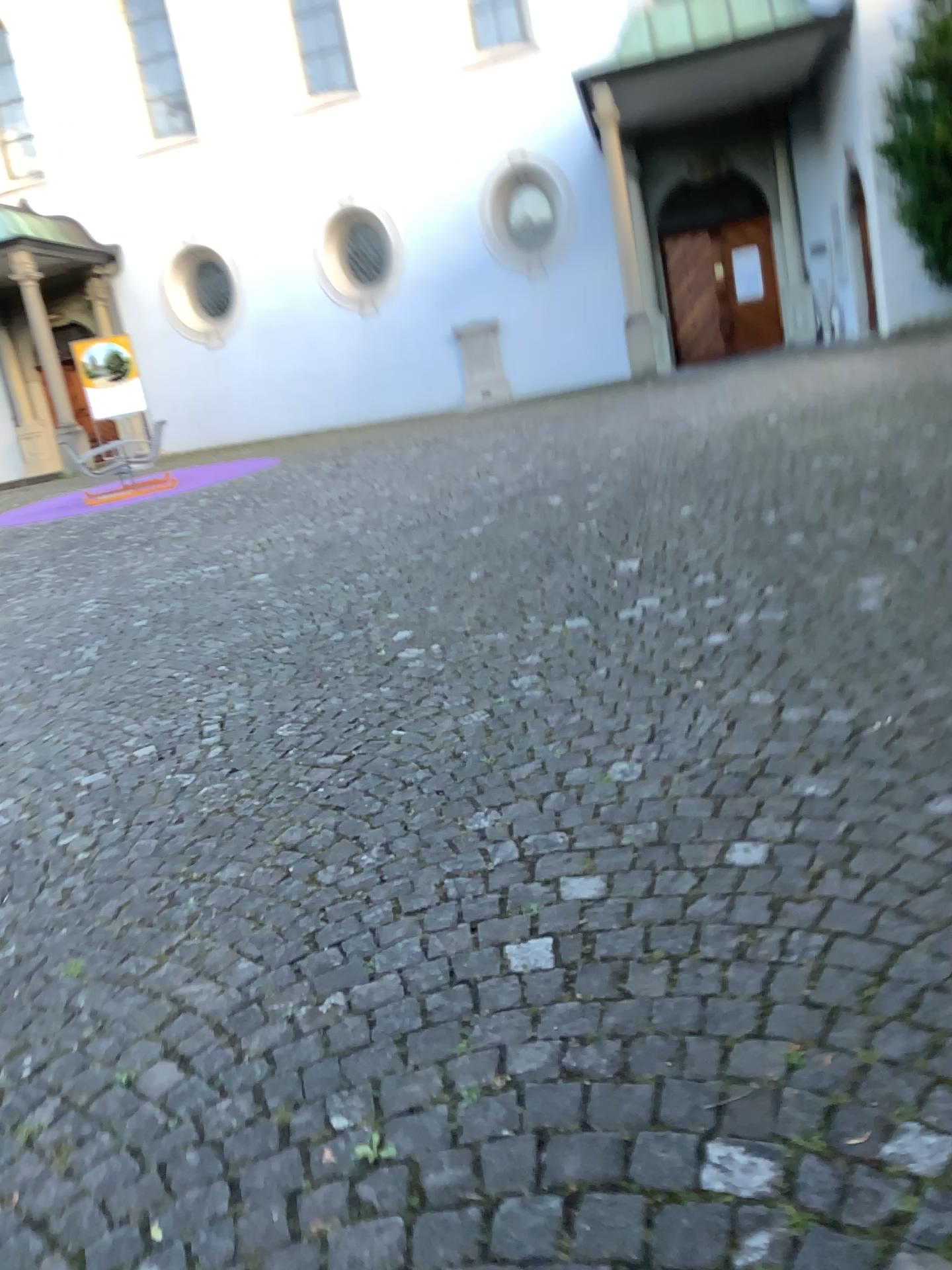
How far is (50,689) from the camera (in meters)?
4.92
